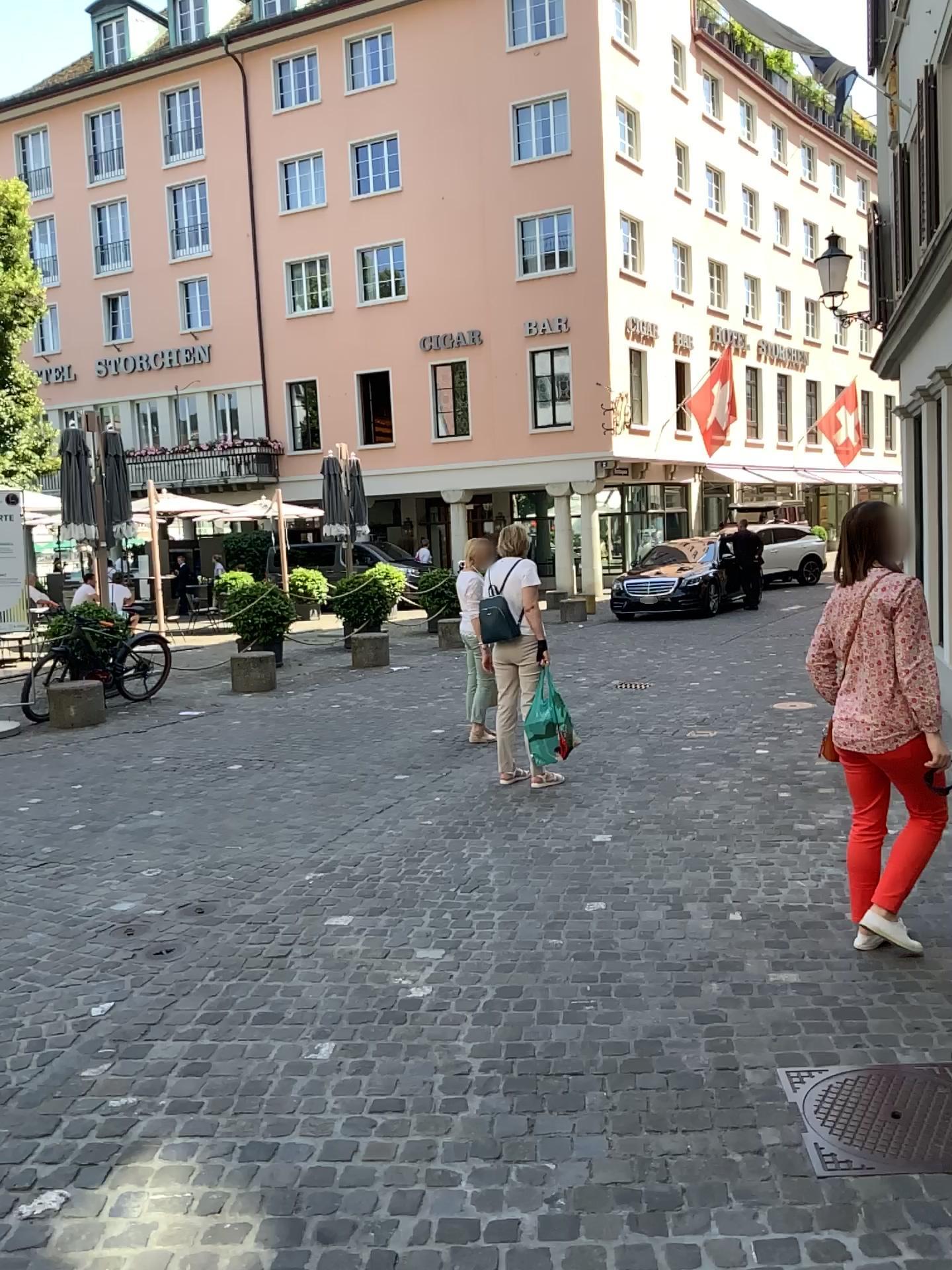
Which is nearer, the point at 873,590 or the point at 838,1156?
the point at 838,1156

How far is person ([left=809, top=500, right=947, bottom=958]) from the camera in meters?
3.6

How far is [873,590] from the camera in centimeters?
357cm

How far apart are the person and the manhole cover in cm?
81

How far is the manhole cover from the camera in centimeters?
259cm

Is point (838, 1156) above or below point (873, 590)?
below

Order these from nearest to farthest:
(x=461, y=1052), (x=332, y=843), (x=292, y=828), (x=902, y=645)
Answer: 1. (x=461, y=1052)
2. (x=902, y=645)
3. (x=332, y=843)
4. (x=292, y=828)

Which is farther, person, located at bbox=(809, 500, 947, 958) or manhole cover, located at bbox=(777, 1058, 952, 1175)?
person, located at bbox=(809, 500, 947, 958)
